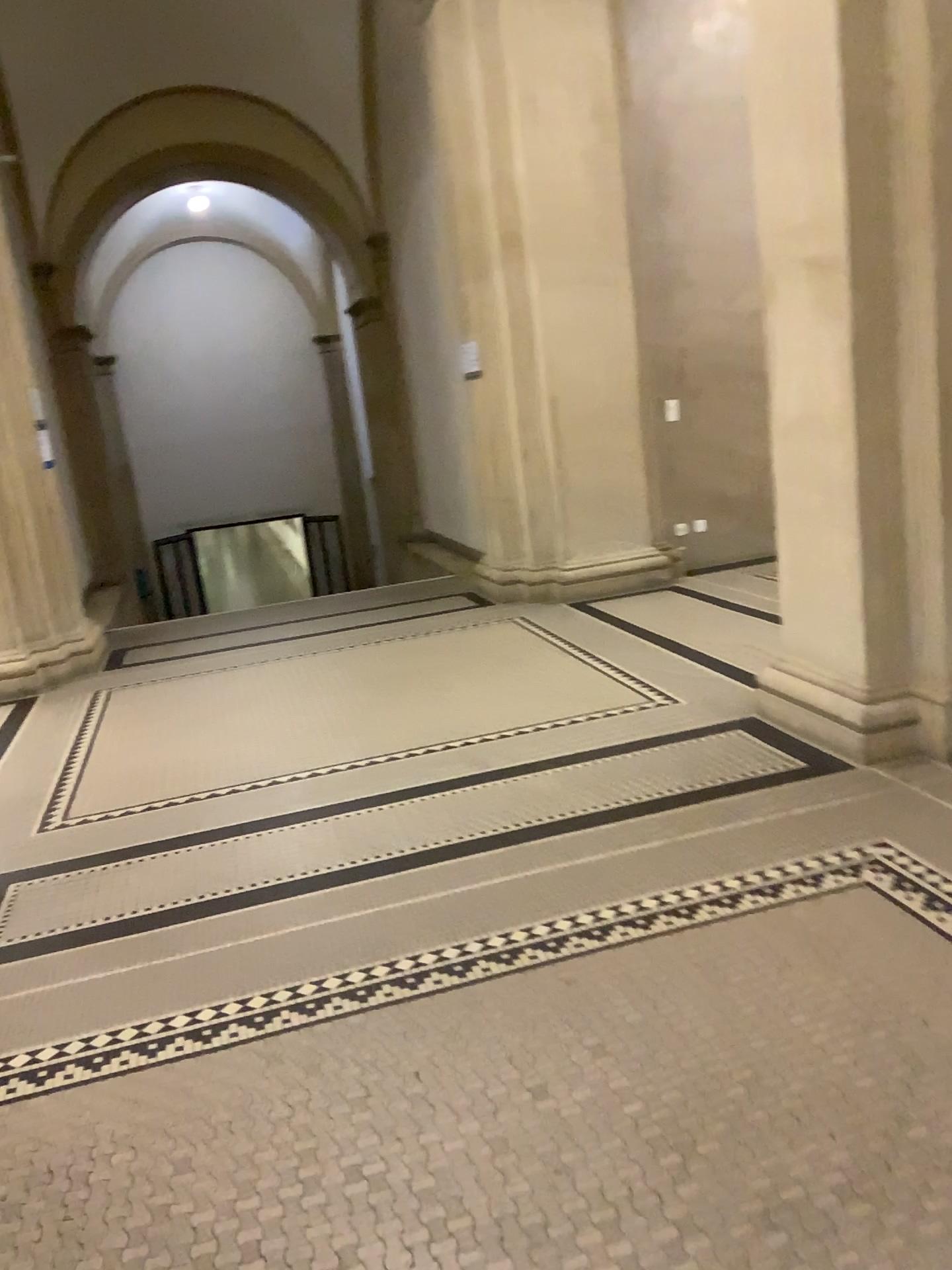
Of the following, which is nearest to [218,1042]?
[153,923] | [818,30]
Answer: [153,923]

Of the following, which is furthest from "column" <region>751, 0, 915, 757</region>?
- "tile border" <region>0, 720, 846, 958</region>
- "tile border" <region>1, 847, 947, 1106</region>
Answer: "tile border" <region>1, 847, 947, 1106</region>

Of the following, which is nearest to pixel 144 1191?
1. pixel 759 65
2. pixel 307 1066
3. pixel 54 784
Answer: pixel 307 1066

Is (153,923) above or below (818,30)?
below

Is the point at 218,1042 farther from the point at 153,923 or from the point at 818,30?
the point at 818,30

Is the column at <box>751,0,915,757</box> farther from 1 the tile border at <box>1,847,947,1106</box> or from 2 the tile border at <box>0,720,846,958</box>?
1 the tile border at <box>1,847,947,1106</box>

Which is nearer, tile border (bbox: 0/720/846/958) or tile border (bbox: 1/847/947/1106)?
tile border (bbox: 1/847/947/1106)

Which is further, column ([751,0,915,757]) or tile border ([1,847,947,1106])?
column ([751,0,915,757])
